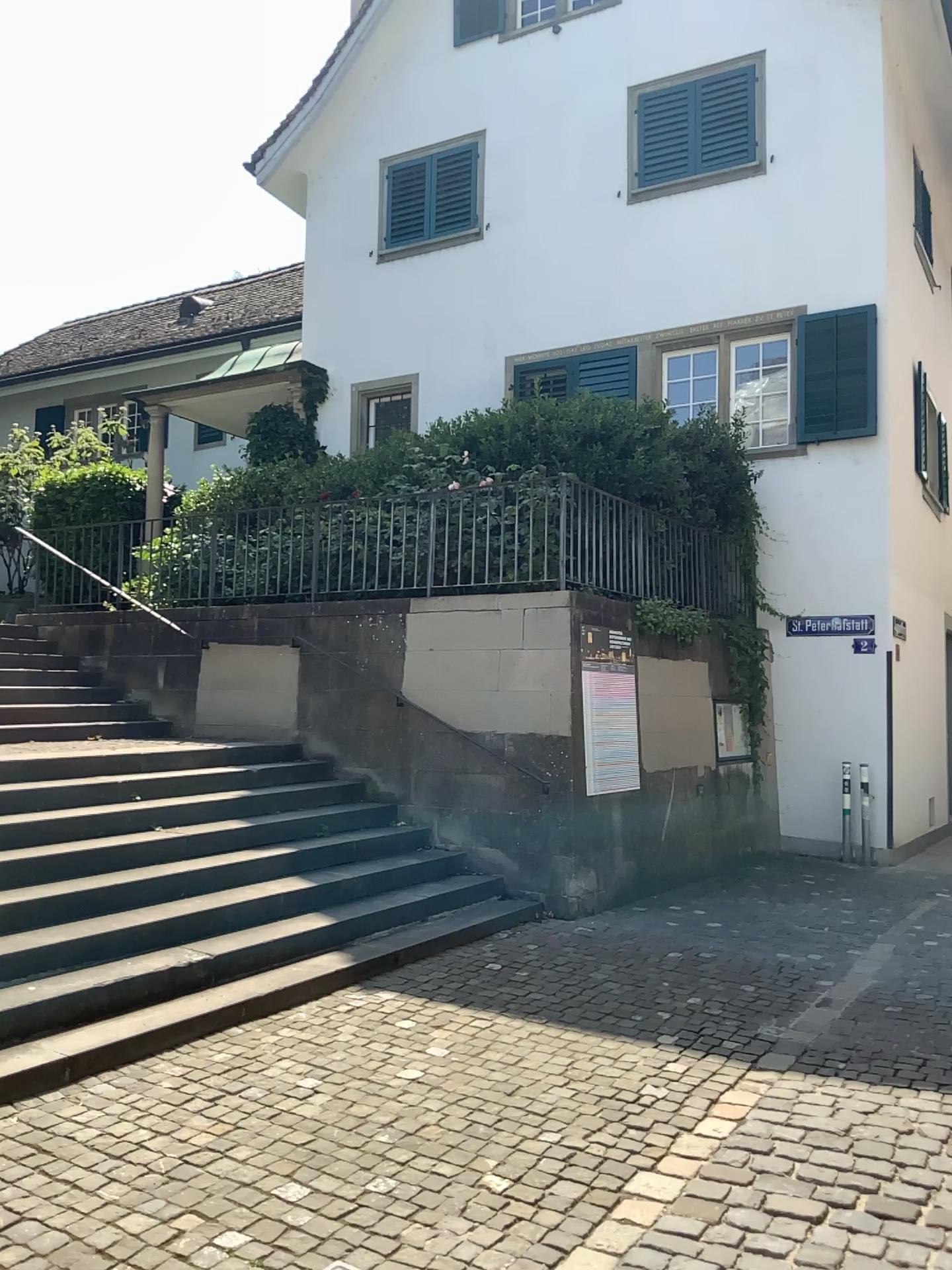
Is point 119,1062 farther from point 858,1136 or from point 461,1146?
point 858,1136
